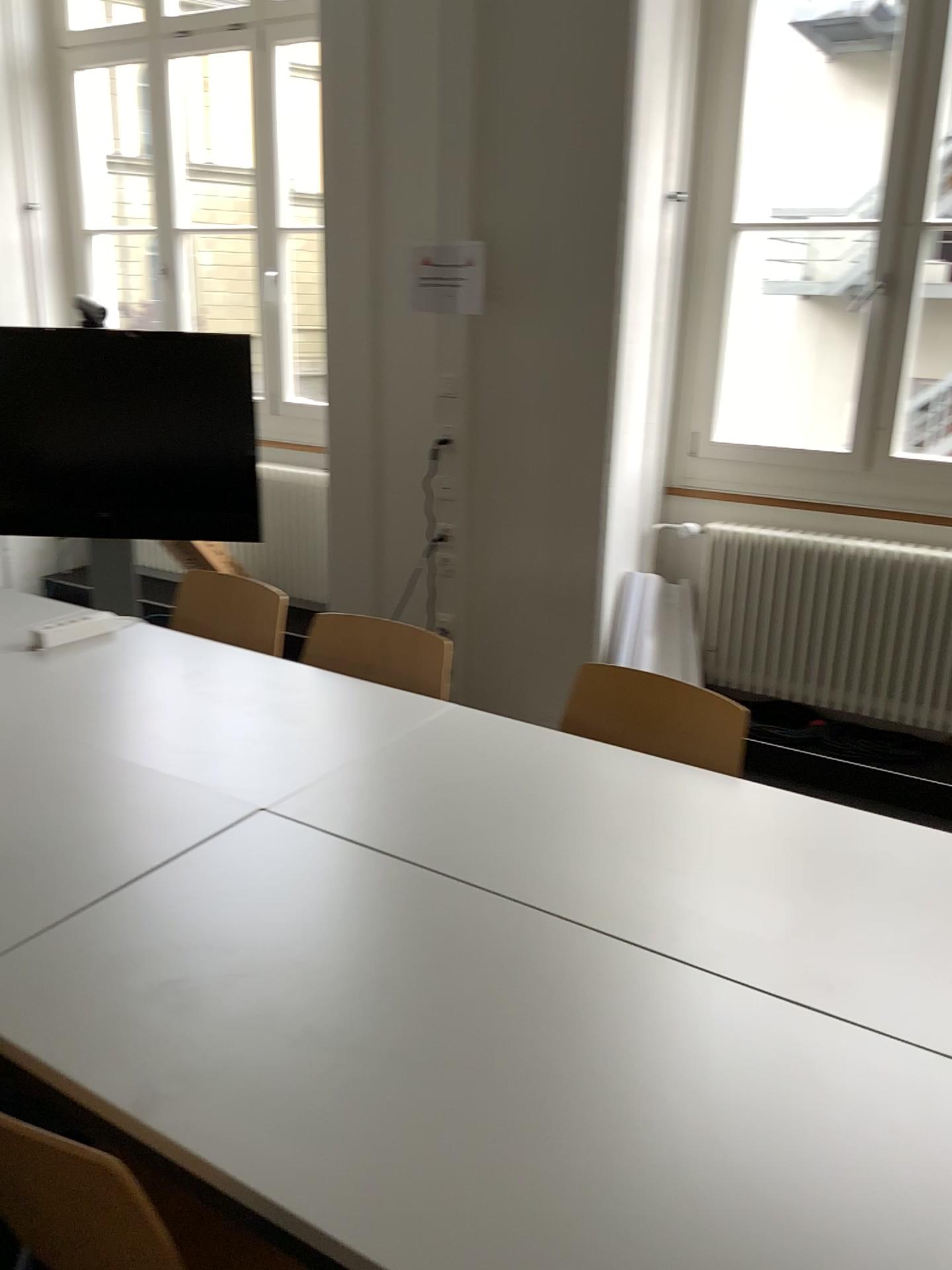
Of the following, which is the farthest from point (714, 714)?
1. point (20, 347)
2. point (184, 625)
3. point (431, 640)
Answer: point (20, 347)

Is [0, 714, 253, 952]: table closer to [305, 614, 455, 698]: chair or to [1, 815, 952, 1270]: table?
[1, 815, 952, 1270]: table

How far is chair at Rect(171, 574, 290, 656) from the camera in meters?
2.9

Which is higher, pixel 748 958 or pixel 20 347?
pixel 20 347

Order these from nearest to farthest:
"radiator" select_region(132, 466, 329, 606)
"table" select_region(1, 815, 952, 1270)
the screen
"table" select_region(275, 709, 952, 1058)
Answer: "table" select_region(1, 815, 952, 1270), "table" select_region(275, 709, 952, 1058), the screen, "radiator" select_region(132, 466, 329, 606)

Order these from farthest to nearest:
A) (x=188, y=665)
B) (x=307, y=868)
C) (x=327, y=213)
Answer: (x=327, y=213) → (x=188, y=665) → (x=307, y=868)

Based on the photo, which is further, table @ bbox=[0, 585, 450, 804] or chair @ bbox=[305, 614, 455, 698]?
chair @ bbox=[305, 614, 455, 698]

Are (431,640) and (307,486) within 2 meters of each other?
no

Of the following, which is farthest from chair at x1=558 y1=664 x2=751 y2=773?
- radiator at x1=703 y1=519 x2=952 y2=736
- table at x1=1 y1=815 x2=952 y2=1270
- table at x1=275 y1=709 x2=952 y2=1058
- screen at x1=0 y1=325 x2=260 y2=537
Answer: screen at x1=0 y1=325 x2=260 y2=537

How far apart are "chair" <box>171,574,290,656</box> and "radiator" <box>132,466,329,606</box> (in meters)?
1.69
